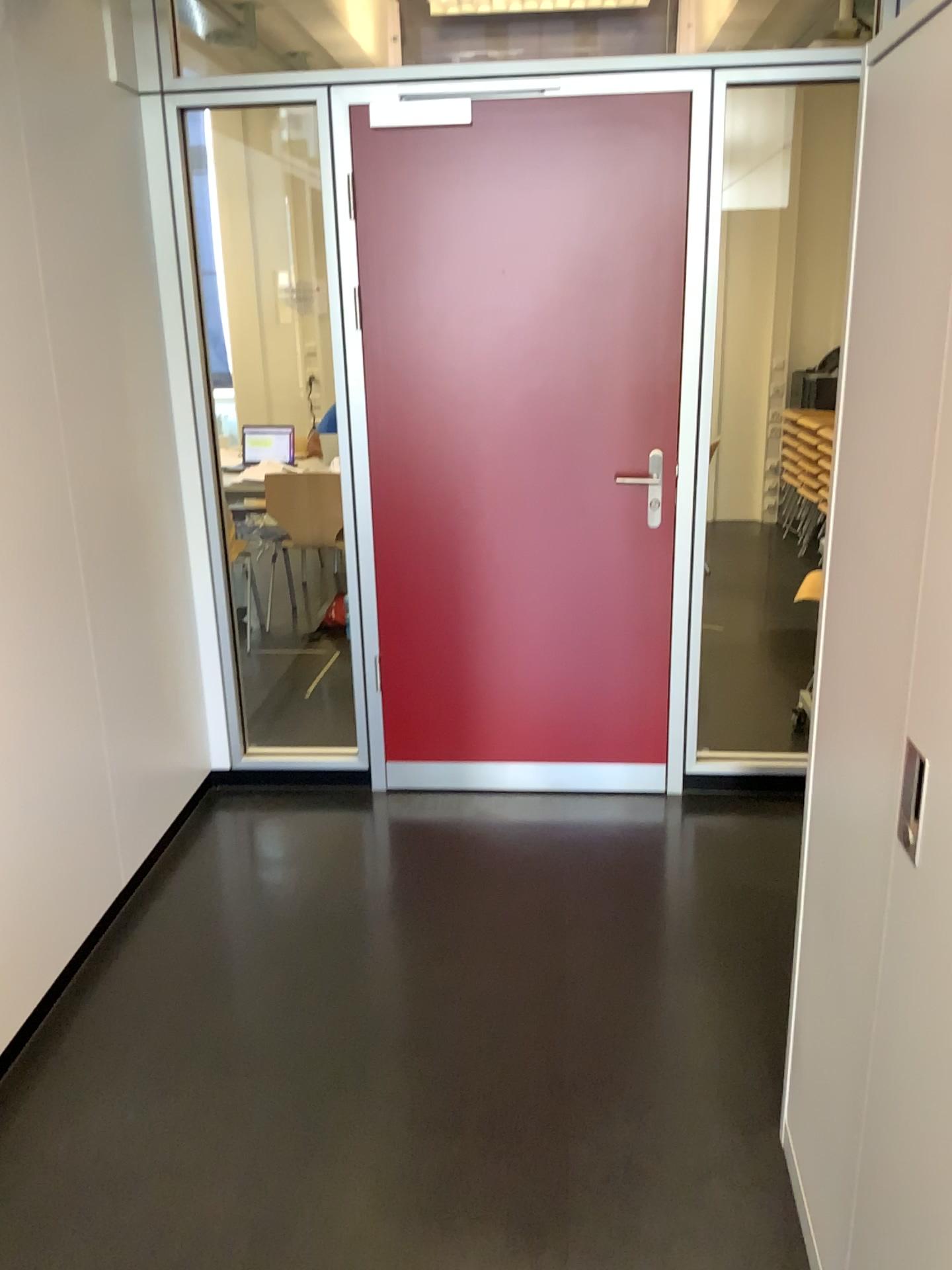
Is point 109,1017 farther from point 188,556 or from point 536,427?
point 536,427

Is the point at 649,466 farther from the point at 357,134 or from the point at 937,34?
the point at 937,34

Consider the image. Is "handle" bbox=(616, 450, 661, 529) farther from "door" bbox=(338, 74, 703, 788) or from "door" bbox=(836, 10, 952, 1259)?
"door" bbox=(836, 10, 952, 1259)

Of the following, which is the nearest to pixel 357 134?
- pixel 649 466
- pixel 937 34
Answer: pixel 649 466

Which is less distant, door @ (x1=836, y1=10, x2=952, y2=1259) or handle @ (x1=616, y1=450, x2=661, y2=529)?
door @ (x1=836, y1=10, x2=952, y2=1259)

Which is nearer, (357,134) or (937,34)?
(937,34)

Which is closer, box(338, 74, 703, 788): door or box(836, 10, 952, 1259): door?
box(836, 10, 952, 1259): door

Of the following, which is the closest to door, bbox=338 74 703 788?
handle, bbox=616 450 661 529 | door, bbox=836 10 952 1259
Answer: handle, bbox=616 450 661 529
